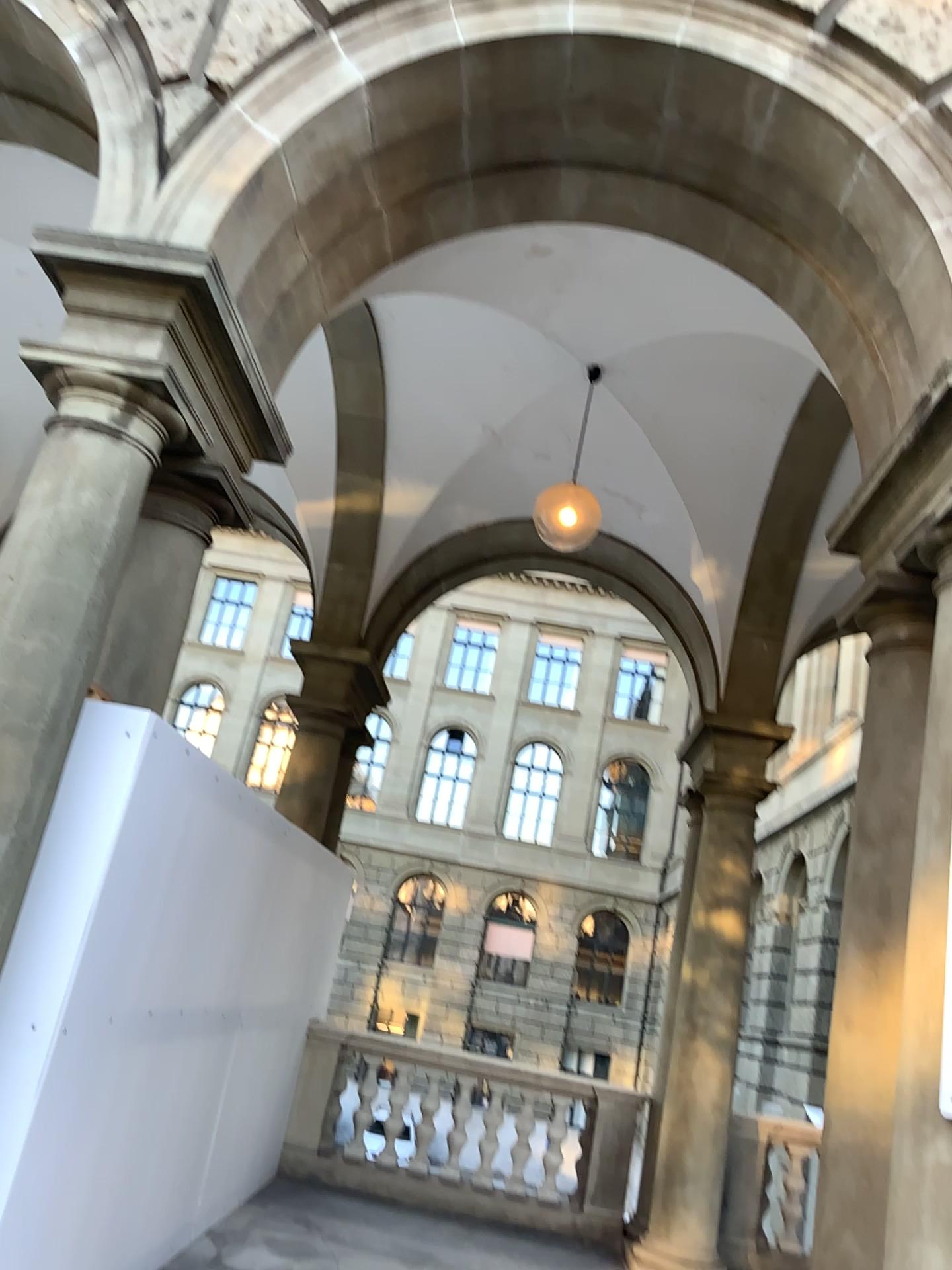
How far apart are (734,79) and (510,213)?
1.2m
